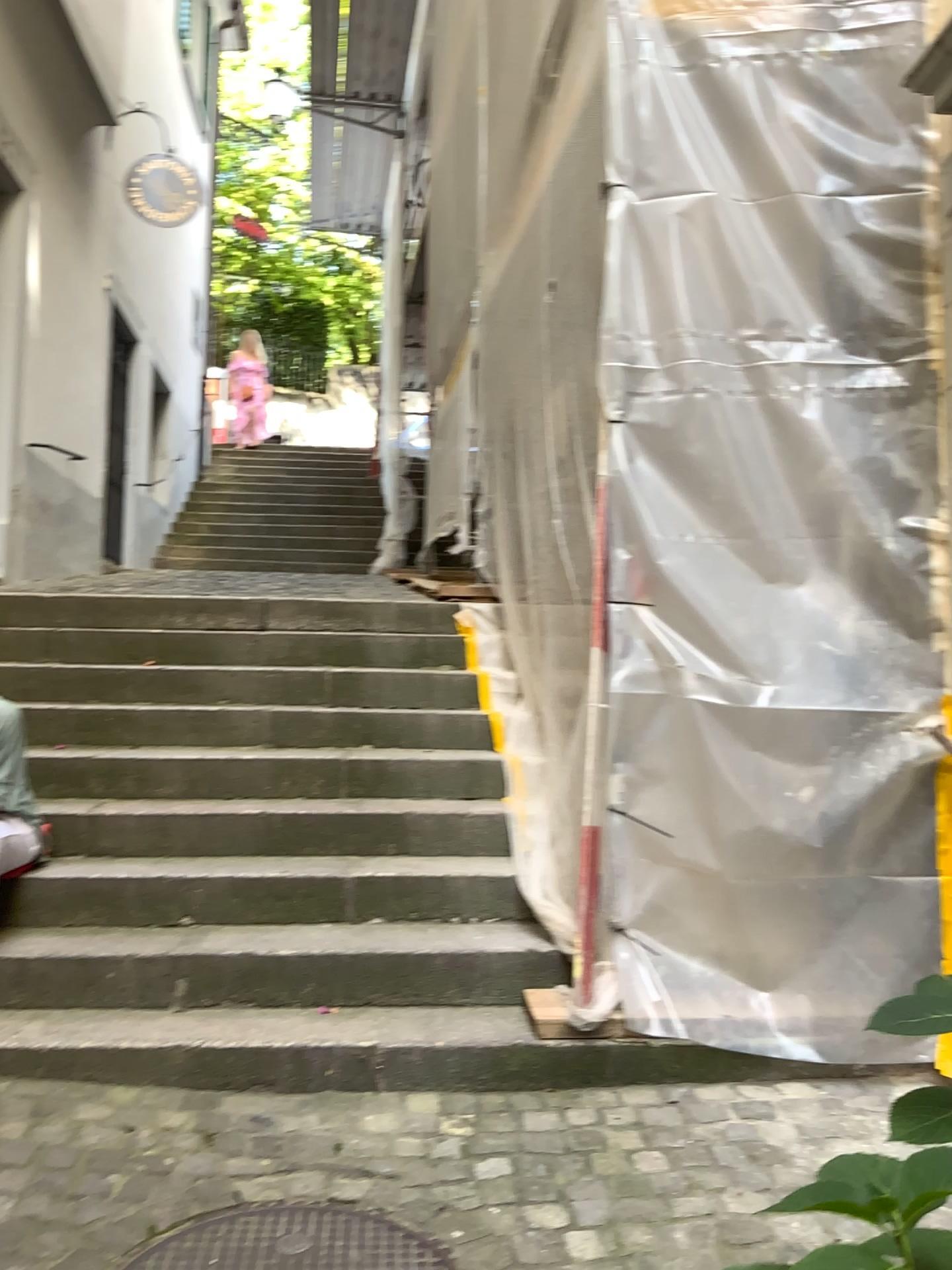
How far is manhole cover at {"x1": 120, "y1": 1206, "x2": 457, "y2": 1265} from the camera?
2.1 meters

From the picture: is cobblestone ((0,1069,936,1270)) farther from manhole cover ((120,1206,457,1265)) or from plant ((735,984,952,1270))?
plant ((735,984,952,1270))

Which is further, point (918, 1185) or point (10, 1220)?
point (10, 1220)

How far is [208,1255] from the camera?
2.1 meters

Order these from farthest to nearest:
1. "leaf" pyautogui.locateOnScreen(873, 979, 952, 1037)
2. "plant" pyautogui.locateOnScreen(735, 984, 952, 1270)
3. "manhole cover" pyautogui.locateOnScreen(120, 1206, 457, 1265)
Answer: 1. "manhole cover" pyautogui.locateOnScreen(120, 1206, 457, 1265)
2. "leaf" pyautogui.locateOnScreen(873, 979, 952, 1037)
3. "plant" pyautogui.locateOnScreen(735, 984, 952, 1270)

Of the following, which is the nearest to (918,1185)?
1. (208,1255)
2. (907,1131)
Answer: (907,1131)

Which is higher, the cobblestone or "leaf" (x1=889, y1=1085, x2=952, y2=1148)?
"leaf" (x1=889, y1=1085, x2=952, y2=1148)

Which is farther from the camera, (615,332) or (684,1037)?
(615,332)

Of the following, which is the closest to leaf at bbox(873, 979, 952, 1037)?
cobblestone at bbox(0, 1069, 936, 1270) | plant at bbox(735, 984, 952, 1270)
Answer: plant at bbox(735, 984, 952, 1270)

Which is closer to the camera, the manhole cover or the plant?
the plant
